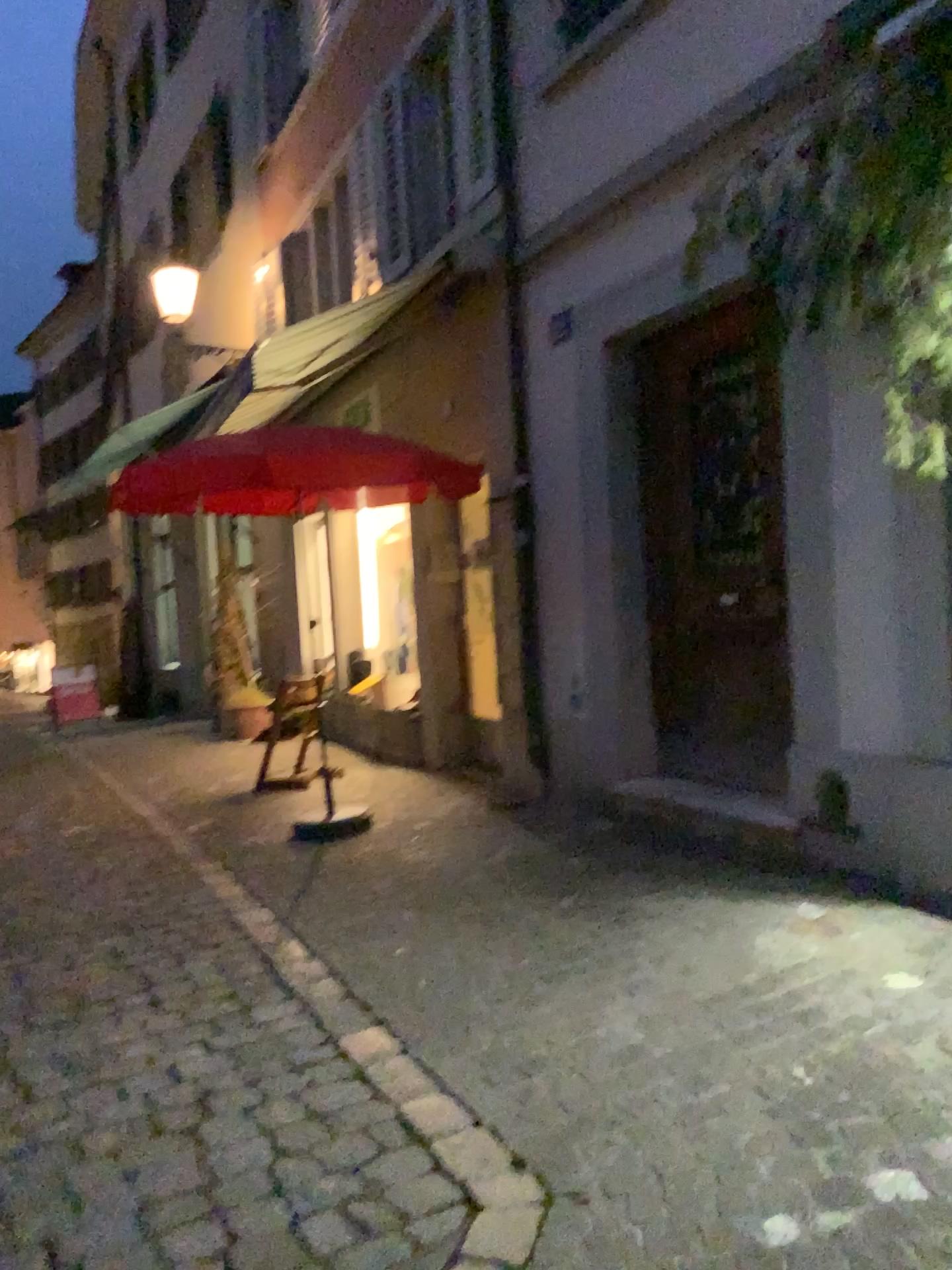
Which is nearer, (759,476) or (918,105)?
(918,105)

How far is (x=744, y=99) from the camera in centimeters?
426cm

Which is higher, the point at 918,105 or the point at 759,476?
the point at 918,105

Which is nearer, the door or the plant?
the plant
